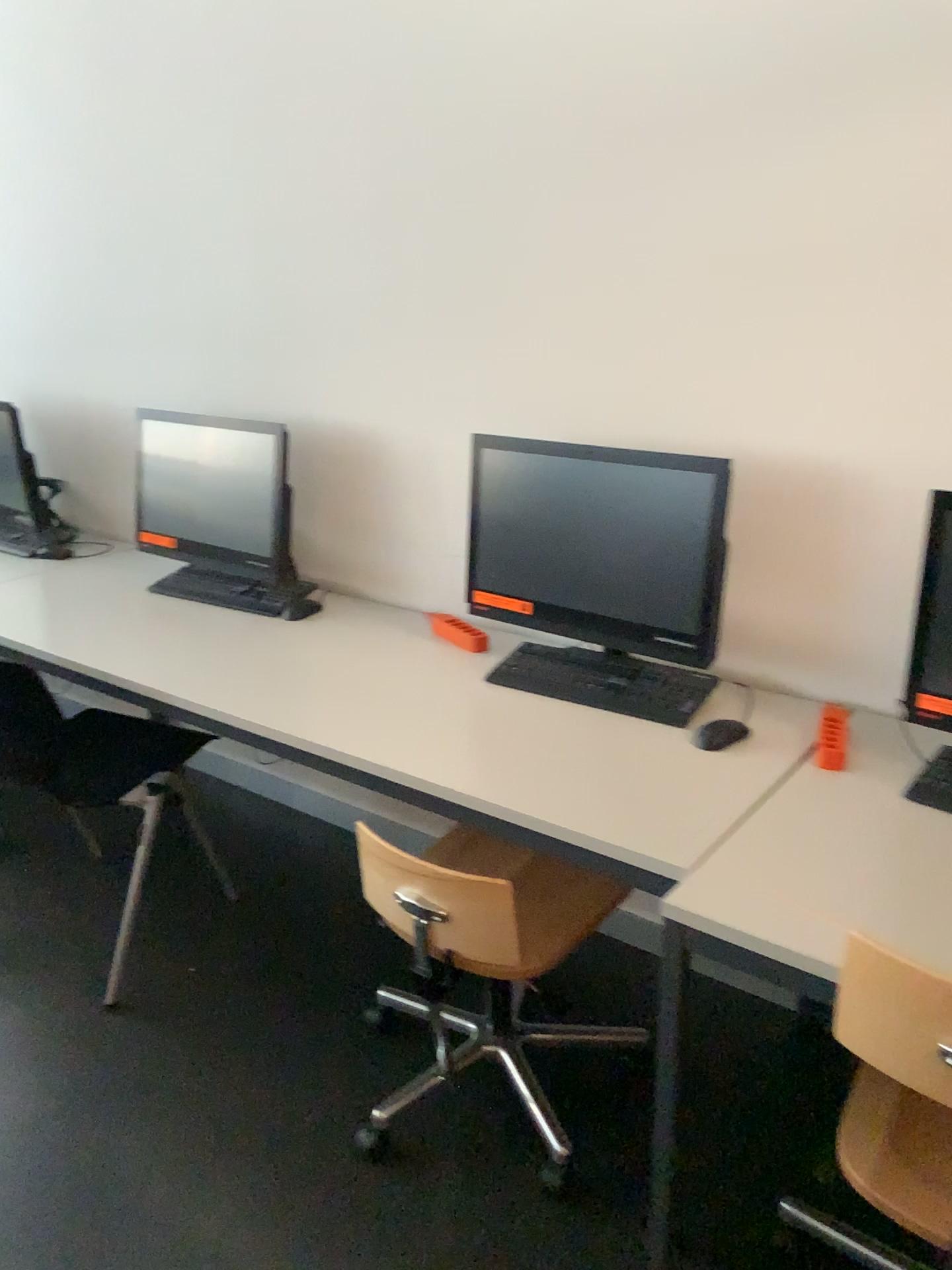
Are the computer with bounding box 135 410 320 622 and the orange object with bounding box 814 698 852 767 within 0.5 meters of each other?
no

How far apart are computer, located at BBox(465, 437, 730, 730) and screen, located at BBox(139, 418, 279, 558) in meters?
0.6 m

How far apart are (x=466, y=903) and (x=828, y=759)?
0.67m

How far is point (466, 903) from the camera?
1.76m

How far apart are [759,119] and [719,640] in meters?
1.0 m

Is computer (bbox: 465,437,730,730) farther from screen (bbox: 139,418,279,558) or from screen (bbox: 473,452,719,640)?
screen (bbox: 139,418,279,558)

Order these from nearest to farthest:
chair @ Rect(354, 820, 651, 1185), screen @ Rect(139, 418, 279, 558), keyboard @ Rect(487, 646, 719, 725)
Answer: chair @ Rect(354, 820, 651, 1185), keyboard @ Rect(487, 646, 719, 725), screen @ Rect(139, 418, 279, 558)

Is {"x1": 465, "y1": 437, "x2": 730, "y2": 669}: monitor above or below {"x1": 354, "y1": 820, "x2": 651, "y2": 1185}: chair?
above

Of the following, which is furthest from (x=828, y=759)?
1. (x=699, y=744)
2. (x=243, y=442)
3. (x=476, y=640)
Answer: (x=243, y=442)

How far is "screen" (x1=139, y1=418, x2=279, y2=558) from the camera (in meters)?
2.65
